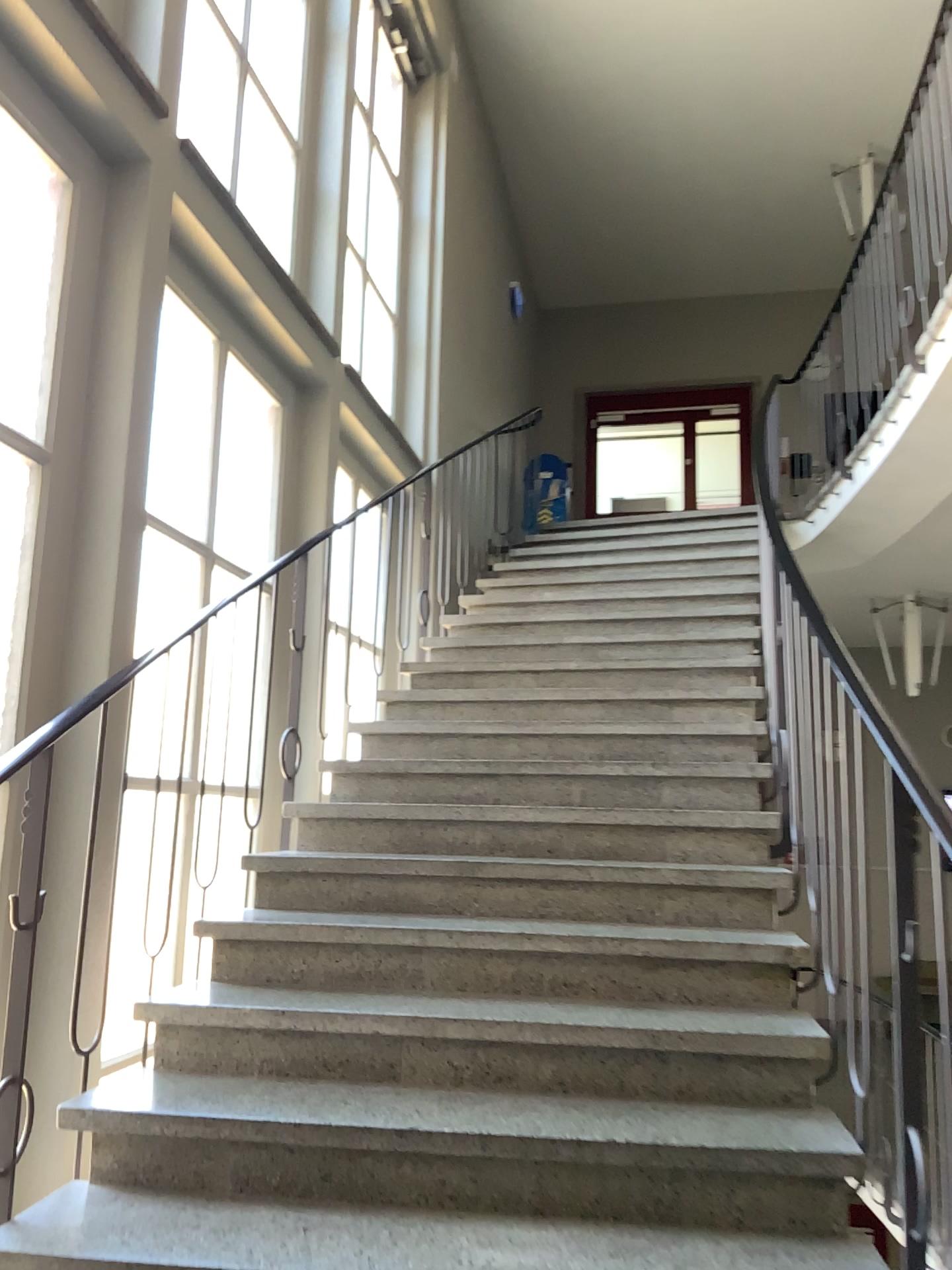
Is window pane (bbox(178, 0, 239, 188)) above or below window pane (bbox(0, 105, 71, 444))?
above

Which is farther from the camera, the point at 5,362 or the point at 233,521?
the point at 233,521

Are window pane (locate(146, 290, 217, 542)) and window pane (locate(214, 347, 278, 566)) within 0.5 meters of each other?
yes

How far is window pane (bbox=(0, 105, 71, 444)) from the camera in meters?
3.0

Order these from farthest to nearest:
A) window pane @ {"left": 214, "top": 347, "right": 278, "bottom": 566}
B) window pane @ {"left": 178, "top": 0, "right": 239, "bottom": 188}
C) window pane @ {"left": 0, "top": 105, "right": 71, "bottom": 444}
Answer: window pane @ {"left": 214, "top": 347, "right": 278, "bottom": 566} < window pane @ {"left": 178, "top": 0, "right": 239, "bottom": 188} < window pane @ {"left": 0, "top": 105, "right": 71, "bottom": 444}

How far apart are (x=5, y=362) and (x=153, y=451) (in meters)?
0.81

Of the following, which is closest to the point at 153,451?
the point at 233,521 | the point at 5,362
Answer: the point at 233,521

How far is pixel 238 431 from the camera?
4.4m

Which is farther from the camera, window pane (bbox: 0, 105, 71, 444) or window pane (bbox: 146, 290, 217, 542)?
window pane (bbox: 146, 290, 217, 542)

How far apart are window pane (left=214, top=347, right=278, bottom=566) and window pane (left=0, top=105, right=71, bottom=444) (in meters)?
1.19
